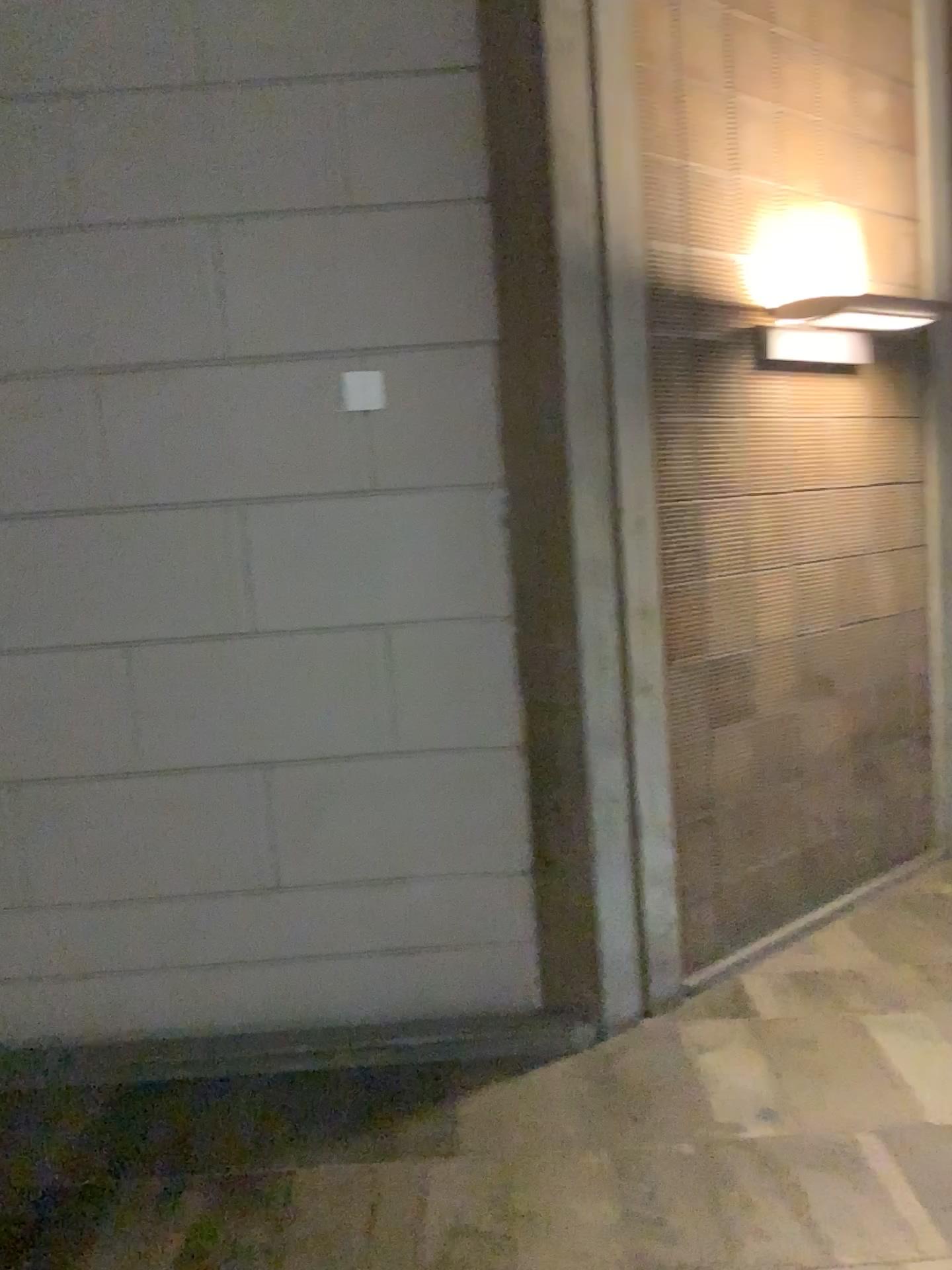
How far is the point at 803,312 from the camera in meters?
3.6 m

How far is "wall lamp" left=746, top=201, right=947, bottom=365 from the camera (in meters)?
3.56

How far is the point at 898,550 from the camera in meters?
4.3 m

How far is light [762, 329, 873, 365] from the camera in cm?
356

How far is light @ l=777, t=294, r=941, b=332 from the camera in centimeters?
355cm

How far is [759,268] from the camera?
3.56m

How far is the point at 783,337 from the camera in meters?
3.6 m
